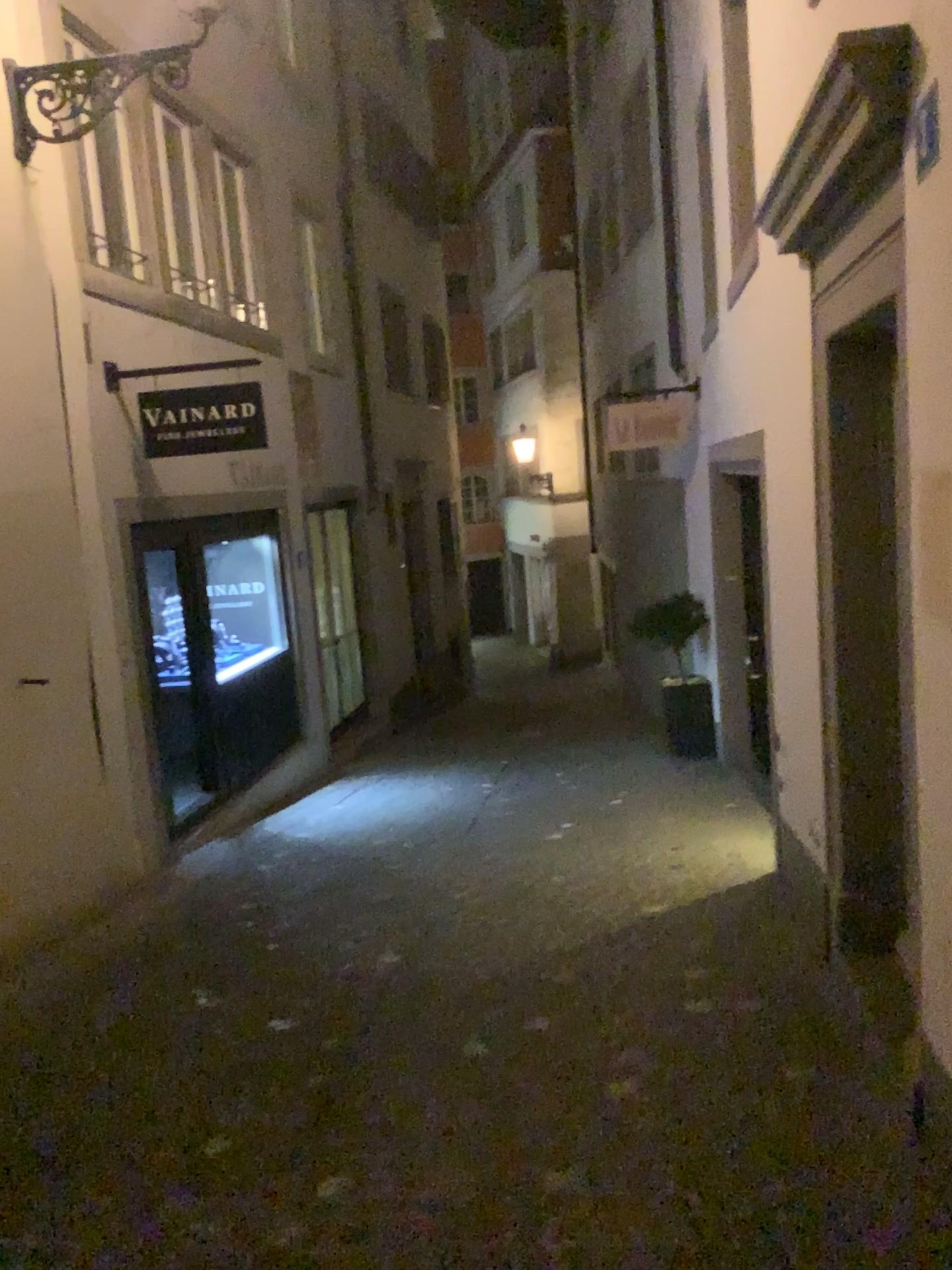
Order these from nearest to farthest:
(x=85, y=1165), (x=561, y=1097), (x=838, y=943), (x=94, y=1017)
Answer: (x=85, y=1165), (x=561, y=1097), (x=94, y=1017), (x=838, y=943)
